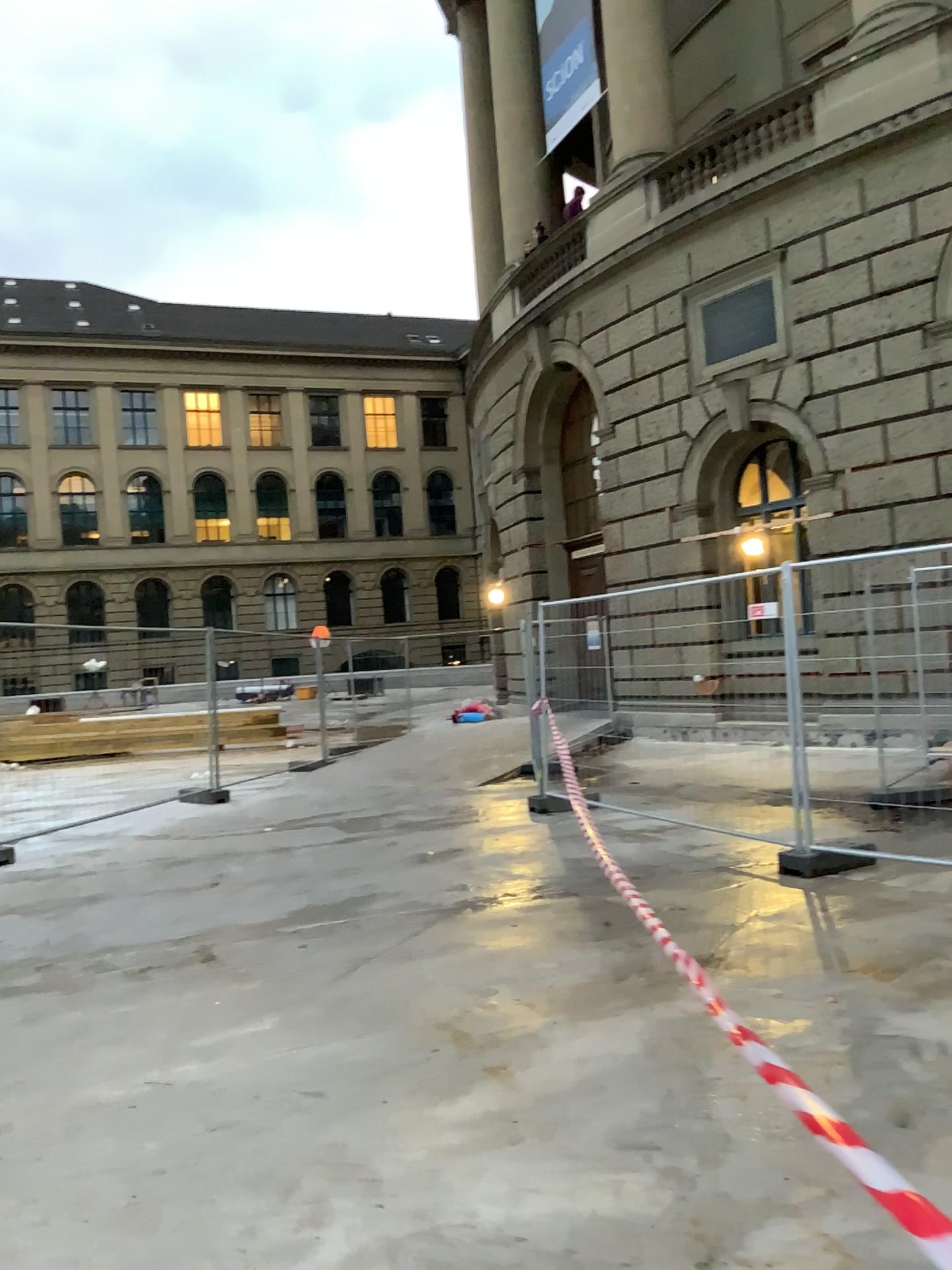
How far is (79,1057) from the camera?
4.0 meters
